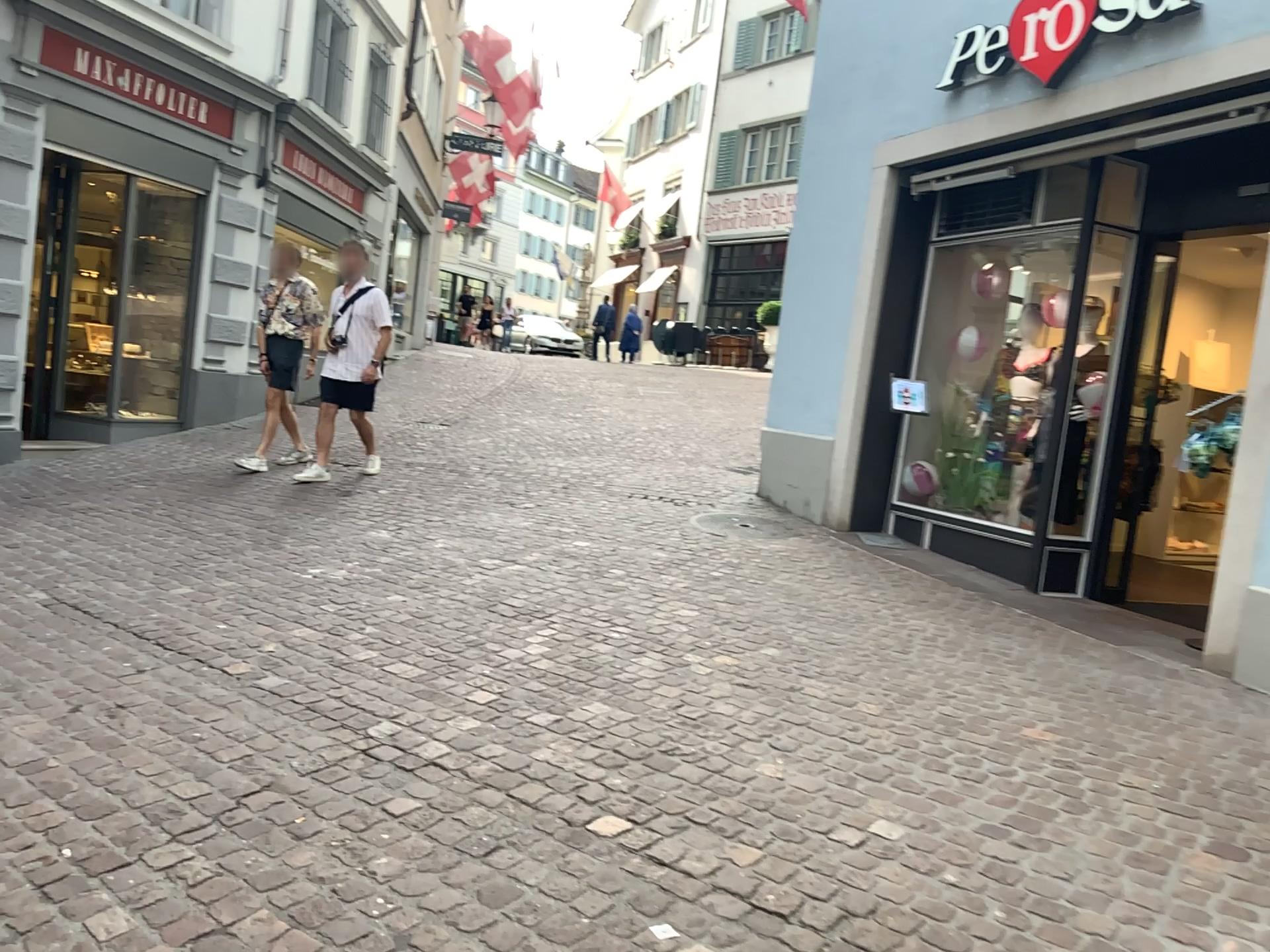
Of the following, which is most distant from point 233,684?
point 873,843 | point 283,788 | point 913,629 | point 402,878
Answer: point 913,629
